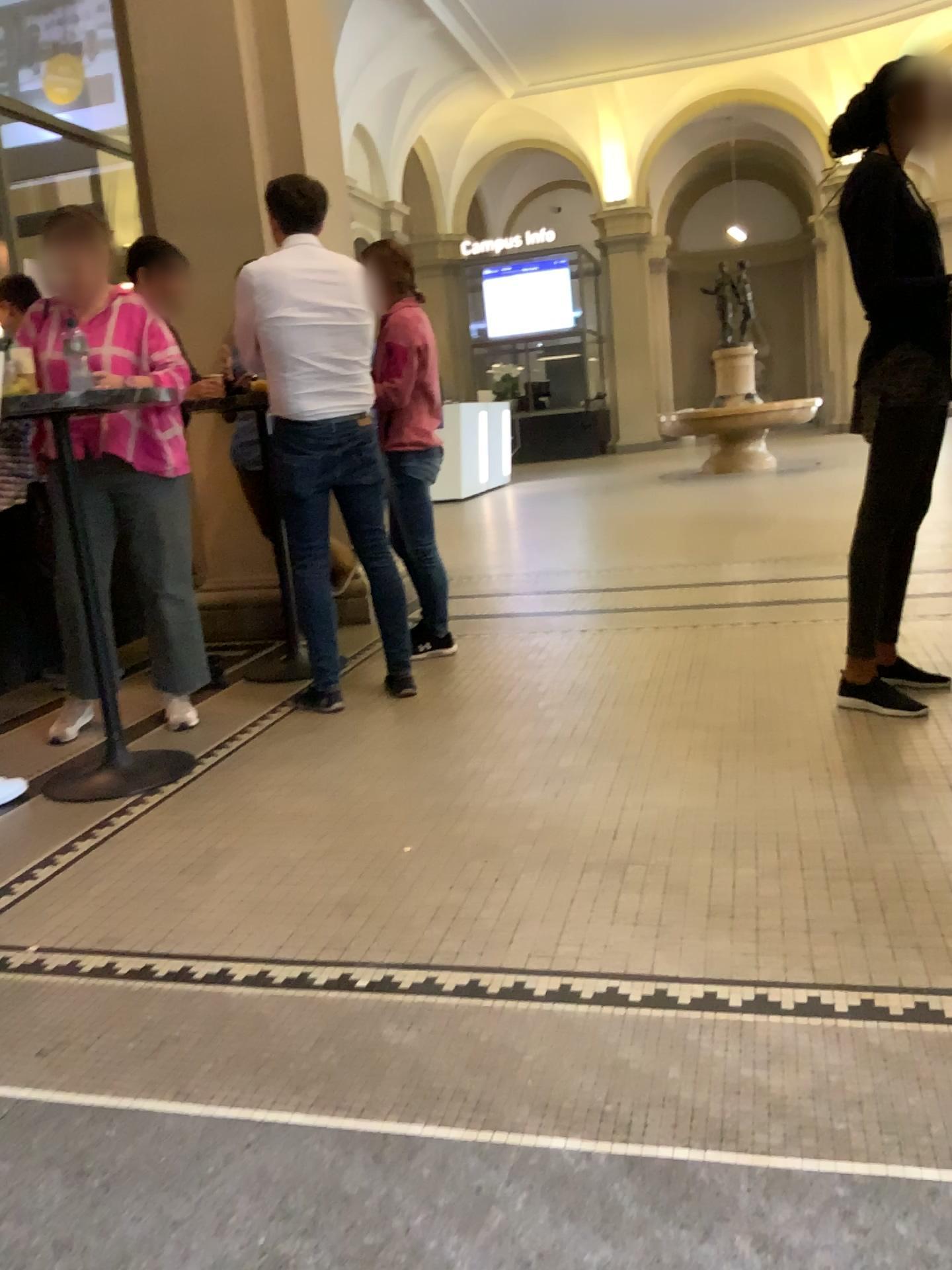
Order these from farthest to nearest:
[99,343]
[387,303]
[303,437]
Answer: [387,303], [303,437], [99,343]

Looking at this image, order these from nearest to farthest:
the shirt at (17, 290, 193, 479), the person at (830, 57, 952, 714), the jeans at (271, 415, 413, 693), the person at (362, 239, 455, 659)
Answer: the person at (830, 57, 952, 714), the shirt at (17, 290, 193, 479), the jeans at (271, 415, 413, 693), the person at (362, 239, 455, 659)

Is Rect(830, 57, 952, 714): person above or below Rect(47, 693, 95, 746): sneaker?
above

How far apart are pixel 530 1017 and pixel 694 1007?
0.3 meters

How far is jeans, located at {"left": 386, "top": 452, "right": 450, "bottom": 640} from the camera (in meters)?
4.11

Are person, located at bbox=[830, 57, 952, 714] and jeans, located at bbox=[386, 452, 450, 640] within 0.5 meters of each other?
no

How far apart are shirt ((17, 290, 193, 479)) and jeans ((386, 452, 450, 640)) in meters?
0.8 m

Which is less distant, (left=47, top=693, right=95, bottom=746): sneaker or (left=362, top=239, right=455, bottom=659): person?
(left=47, top=693, right=95, bottom=746): sneaker

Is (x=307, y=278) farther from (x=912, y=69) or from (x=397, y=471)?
(x=912, y=69)

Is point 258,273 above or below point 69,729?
above
